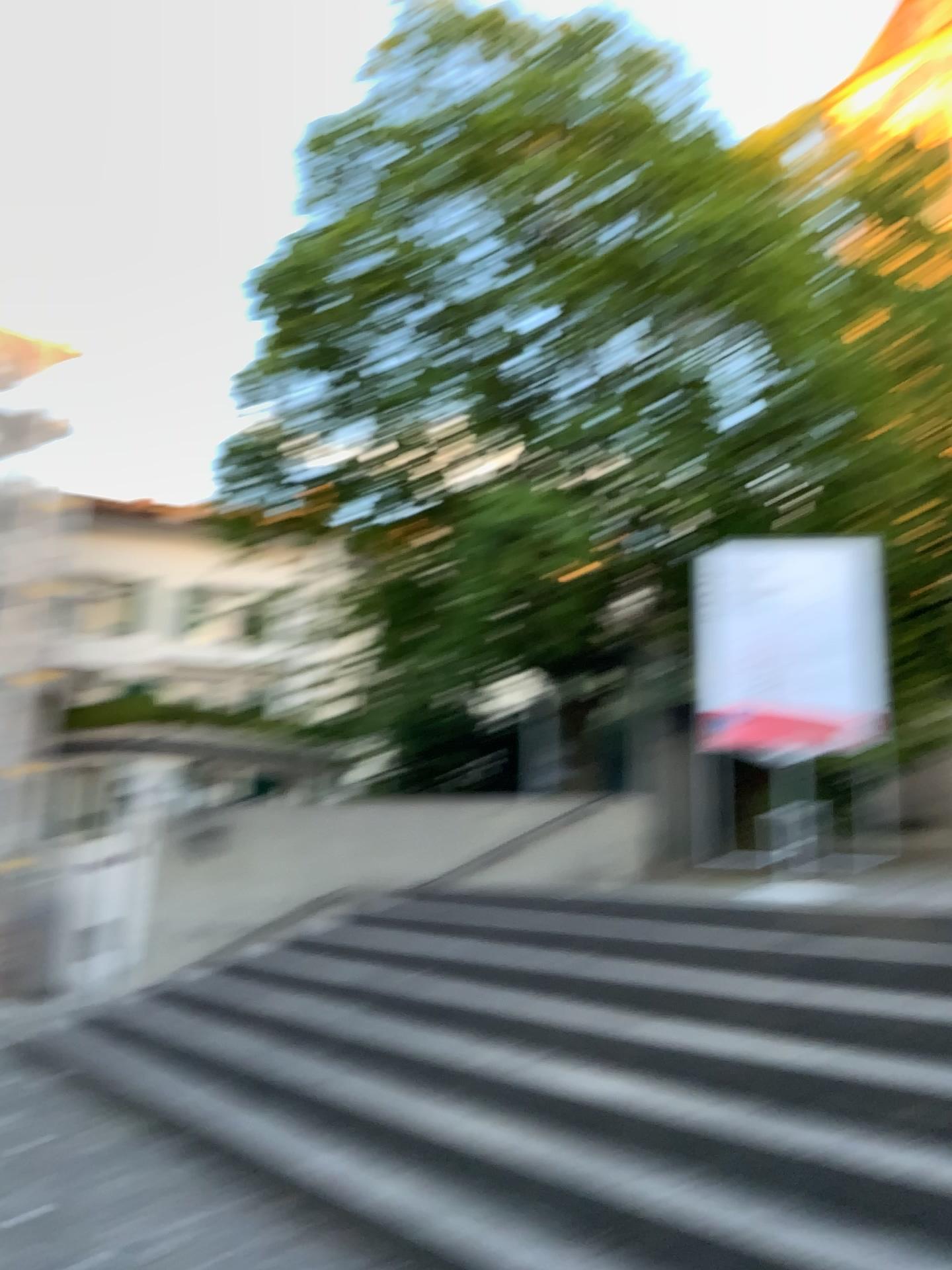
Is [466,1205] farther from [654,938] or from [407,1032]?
[654,938]
